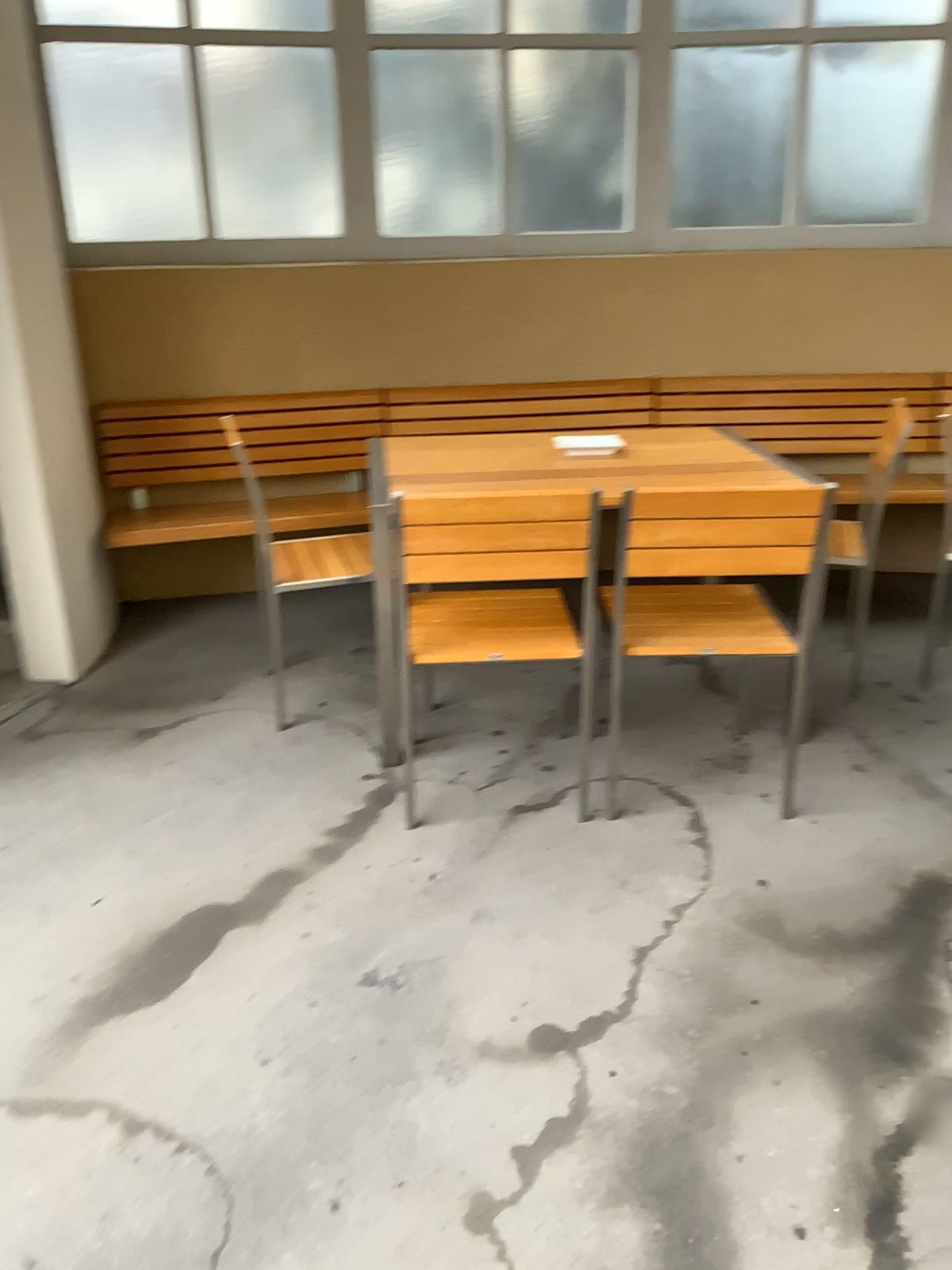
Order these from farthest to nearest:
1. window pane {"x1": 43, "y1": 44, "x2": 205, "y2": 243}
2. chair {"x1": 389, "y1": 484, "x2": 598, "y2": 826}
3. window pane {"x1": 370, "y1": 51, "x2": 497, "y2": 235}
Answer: window pane {"x1": 370, "y1": 51, "x2": 497, "y2": 235}
window pane {"x1": 43, "y1": 44, "x2": 205, "y2": 243}
chair {"x1": 389, "y1": 484, "x2": 598, "y2": 826}

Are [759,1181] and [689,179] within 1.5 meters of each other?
no

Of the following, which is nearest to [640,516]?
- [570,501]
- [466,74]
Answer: [570,501]

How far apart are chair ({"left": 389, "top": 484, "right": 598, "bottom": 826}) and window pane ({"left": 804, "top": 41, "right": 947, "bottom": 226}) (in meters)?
2.48

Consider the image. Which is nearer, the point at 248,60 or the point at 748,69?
the point at 248,60

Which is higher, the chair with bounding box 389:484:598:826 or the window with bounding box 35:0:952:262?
the window with bounding box 35:0:952:262

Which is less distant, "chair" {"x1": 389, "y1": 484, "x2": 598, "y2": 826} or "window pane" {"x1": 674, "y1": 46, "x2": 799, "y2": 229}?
"chair" {"x1": 389, "y1": 484, "x2": 598, "y2": 826}

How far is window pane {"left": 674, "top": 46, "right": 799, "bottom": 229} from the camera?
4.05m

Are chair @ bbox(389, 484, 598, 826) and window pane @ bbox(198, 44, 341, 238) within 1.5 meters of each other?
no

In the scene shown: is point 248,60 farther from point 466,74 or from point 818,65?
point 818,65
